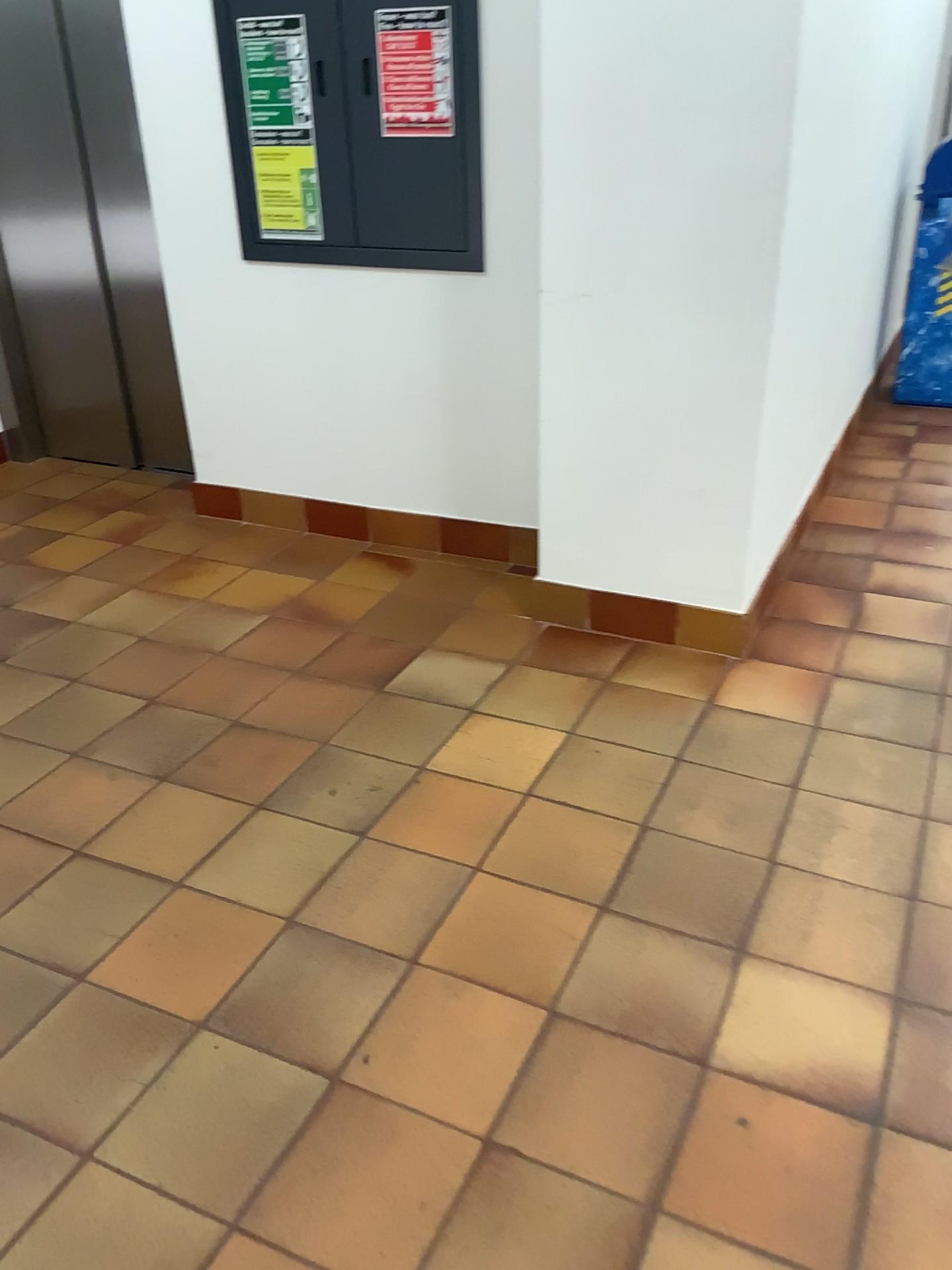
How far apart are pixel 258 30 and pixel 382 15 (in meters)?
0.39

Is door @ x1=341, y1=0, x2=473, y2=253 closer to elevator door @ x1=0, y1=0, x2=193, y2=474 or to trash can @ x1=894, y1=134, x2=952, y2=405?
elevator door @ x1=0, y1=0, x2=193, y2=474

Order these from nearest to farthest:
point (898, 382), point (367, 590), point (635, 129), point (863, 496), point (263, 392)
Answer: point (635, 129), point (367, 590), point (263, 392), point (863, 496), point (898, 382)

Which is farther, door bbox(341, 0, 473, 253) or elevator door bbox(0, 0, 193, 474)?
elevator door bbox(0, 0, 193, 474)

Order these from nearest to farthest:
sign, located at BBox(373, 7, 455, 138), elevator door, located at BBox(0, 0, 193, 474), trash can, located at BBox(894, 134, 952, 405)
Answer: sign, located at BBox(373, 7, 455, 138)
elevator door, located at BBox(0, 0, 193, 474)
trash can, located at BBox(894, 134, 952, 405)

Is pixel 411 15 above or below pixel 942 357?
above

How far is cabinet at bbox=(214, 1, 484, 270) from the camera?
2.7m

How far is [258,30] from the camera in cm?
287

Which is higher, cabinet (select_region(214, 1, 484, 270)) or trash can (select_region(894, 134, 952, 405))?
cabinet (select_region(214, 1, 484, 270))

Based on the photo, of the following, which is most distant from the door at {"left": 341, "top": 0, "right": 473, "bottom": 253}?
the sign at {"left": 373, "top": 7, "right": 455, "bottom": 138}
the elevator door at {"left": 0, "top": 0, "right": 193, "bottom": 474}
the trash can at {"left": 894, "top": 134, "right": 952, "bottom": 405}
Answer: the trash can at {"left": 894, "top": 134, "right": 952, "bottom": 405}
